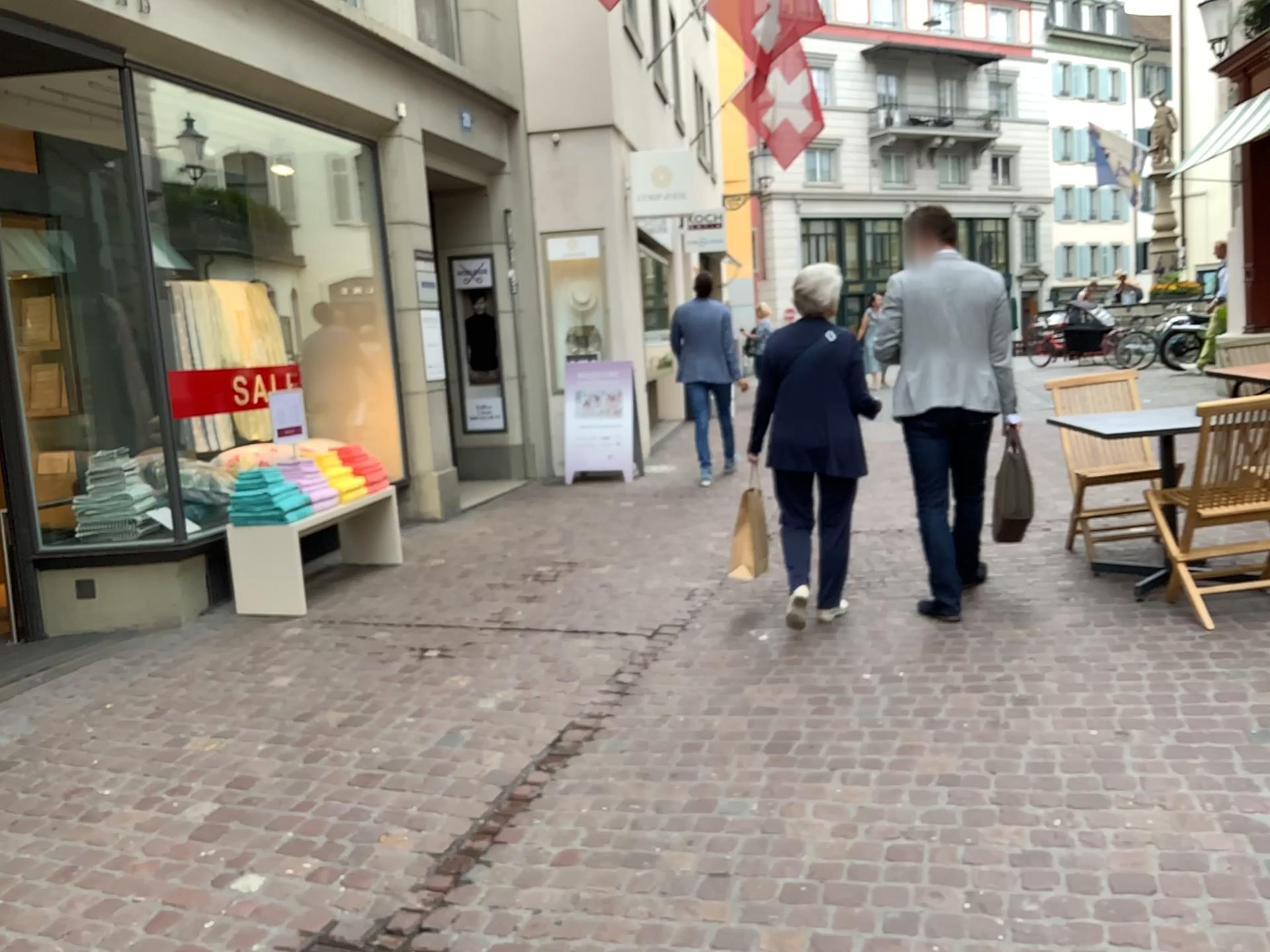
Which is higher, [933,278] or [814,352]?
[933,278]

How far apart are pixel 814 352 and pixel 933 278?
0.60m

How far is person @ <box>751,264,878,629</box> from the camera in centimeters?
460cm

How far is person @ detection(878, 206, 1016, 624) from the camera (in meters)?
4.59

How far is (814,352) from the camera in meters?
4.6

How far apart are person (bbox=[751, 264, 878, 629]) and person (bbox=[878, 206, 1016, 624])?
0.3m

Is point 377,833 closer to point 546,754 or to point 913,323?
point 546,754
